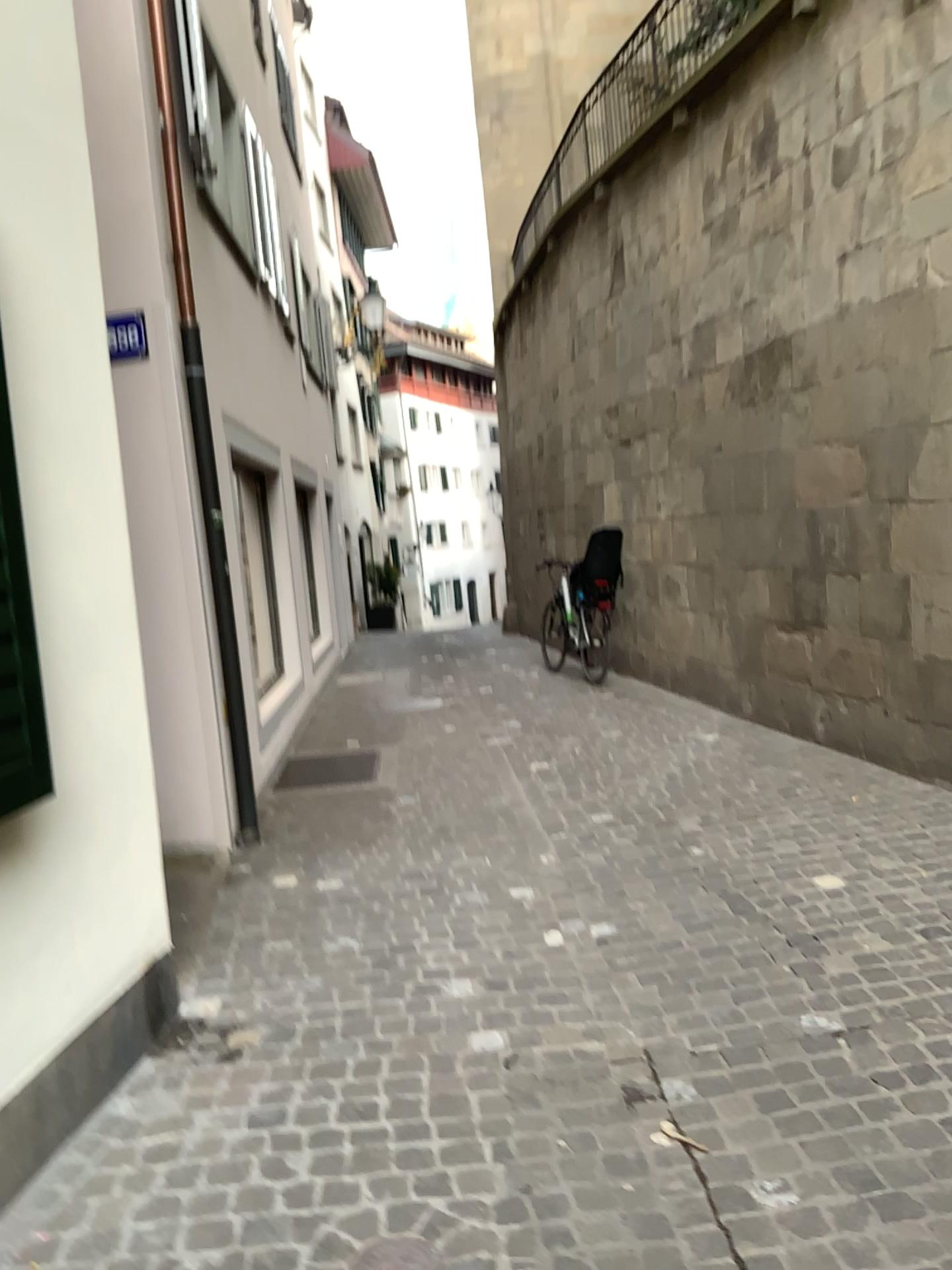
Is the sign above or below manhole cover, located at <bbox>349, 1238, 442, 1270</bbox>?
above

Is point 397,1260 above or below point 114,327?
below

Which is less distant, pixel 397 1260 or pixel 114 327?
pixel 397 1260

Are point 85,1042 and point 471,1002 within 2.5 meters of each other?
yes

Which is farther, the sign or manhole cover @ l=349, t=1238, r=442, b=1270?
the sign
